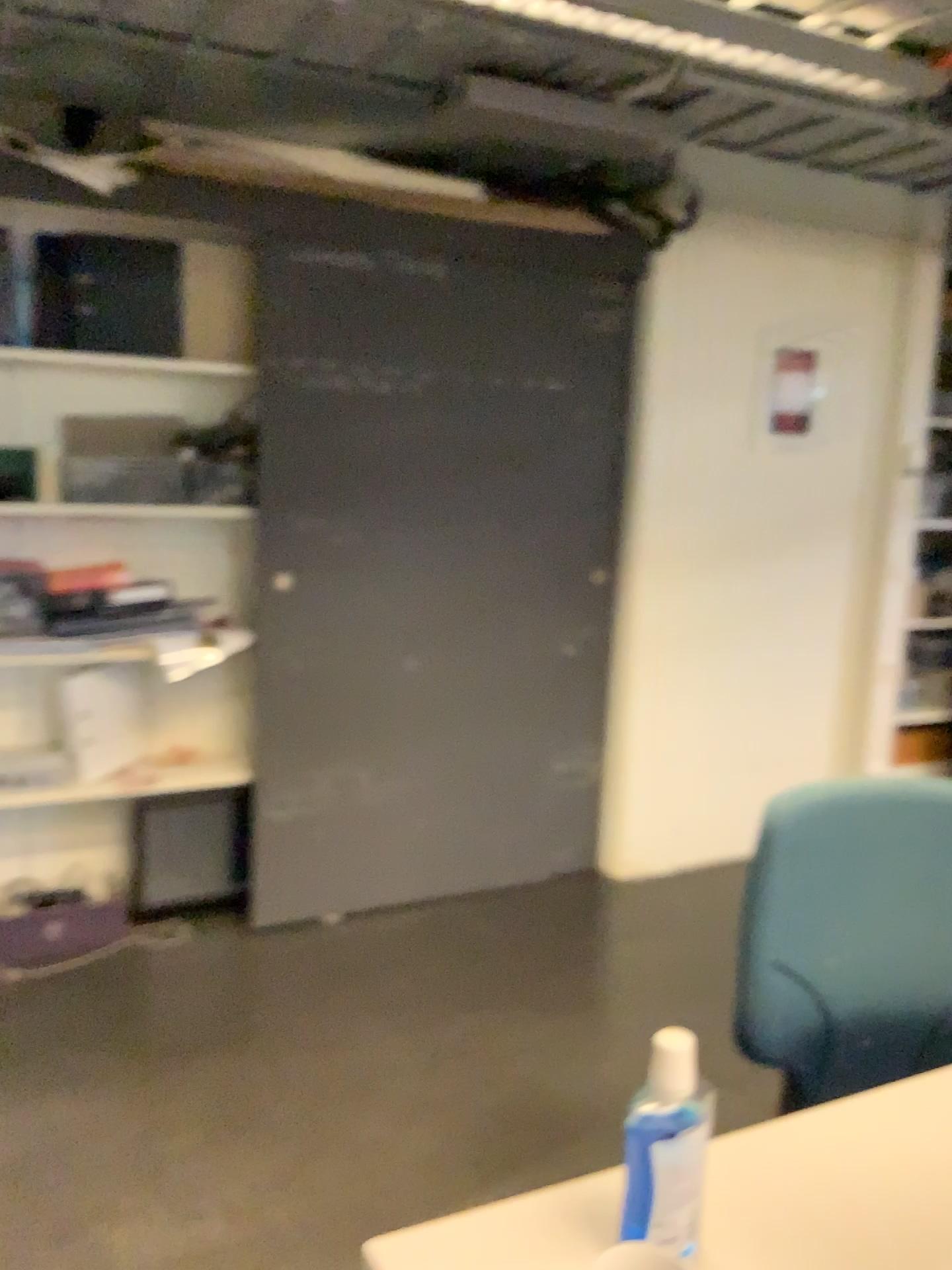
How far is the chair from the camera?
1.37m

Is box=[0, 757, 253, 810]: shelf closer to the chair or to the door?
the door

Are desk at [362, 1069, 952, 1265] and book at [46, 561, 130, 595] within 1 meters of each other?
no

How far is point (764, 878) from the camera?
1.4m

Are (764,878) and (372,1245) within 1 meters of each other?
yes

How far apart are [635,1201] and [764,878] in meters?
0.5 m

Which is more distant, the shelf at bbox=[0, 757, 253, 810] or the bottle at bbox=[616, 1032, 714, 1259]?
the shelf at bbox=[0, 757, 253, 810]

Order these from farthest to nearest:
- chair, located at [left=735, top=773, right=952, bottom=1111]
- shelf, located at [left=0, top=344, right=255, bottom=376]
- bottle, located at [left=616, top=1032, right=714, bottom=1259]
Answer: shelf, located at [left=0, top=344, right=255, bottom=376] → chair, located at [left=735, top=773, right=952, bottom=1111] → bottle, located at [left=616, top=1032, right=714, bottom=1259]

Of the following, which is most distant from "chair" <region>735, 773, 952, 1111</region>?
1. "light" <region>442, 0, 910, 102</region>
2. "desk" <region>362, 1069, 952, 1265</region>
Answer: "light" <region>442, 0, 910, 102</region>

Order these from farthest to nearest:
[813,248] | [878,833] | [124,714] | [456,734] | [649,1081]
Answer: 1. [813,248]
2. [456,734]
3. [124,714]
4. [878,833]
5. [649,1081]
